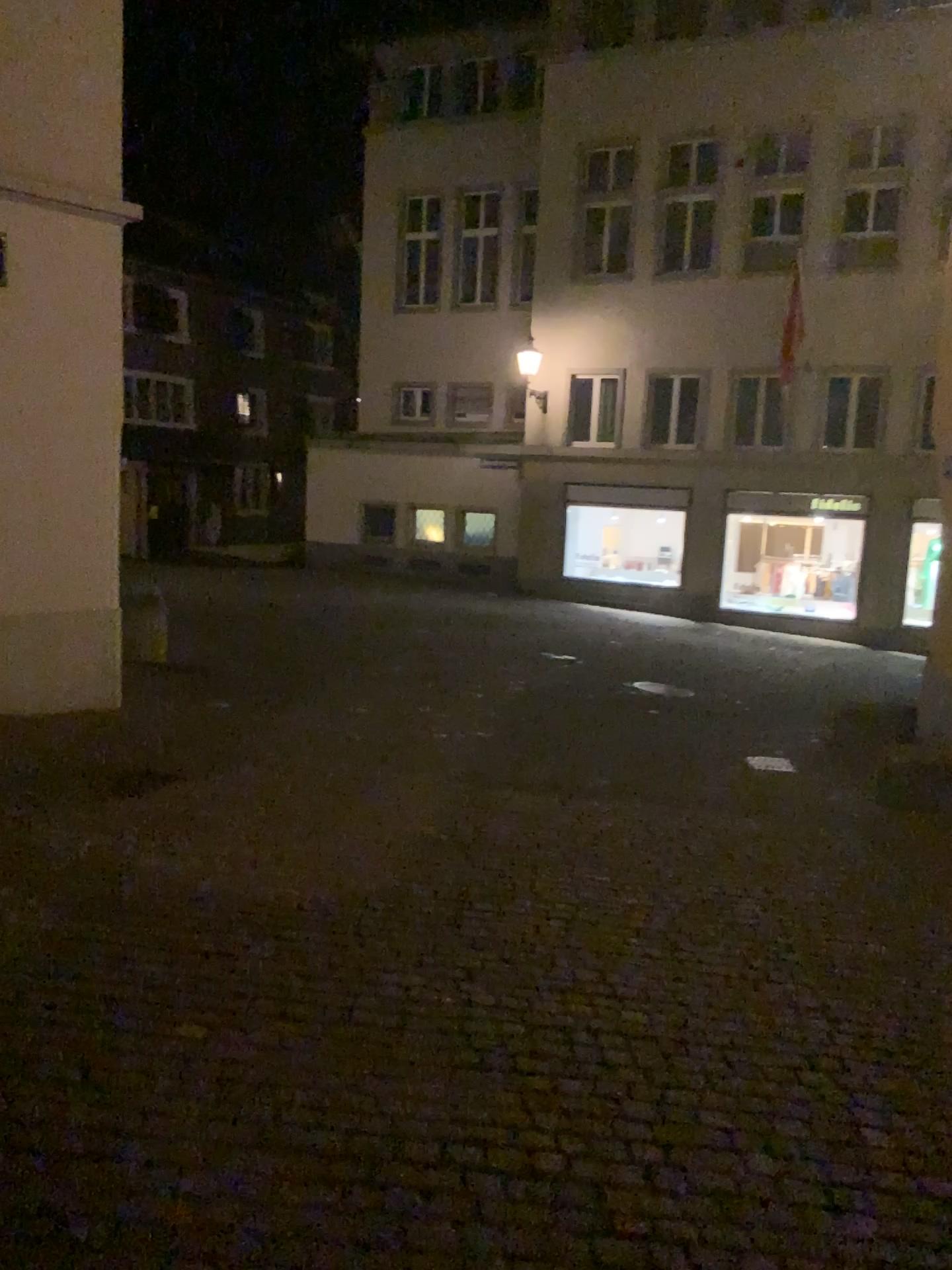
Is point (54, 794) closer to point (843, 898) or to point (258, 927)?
point (258, 927)
